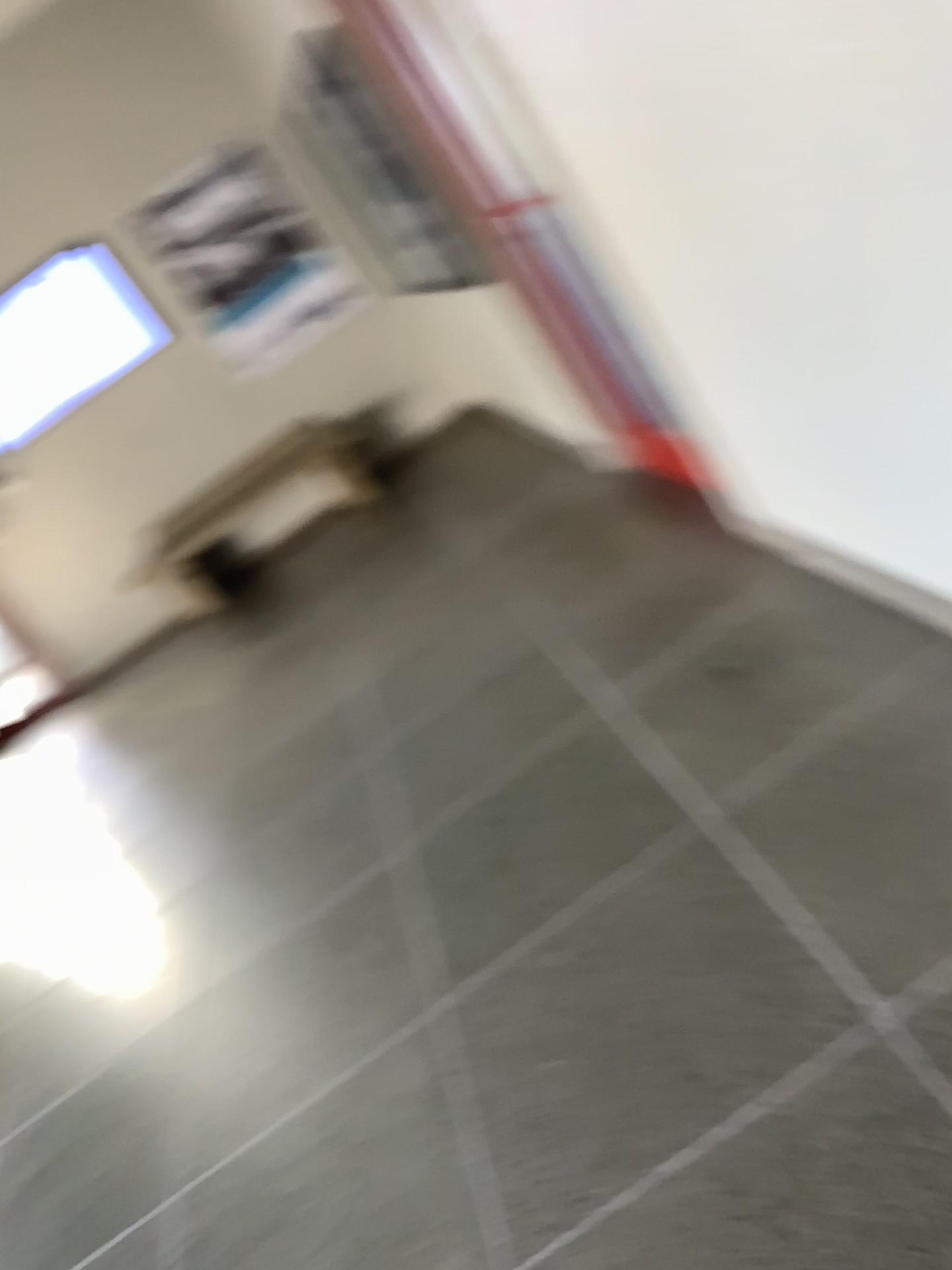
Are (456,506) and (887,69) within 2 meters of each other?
no
